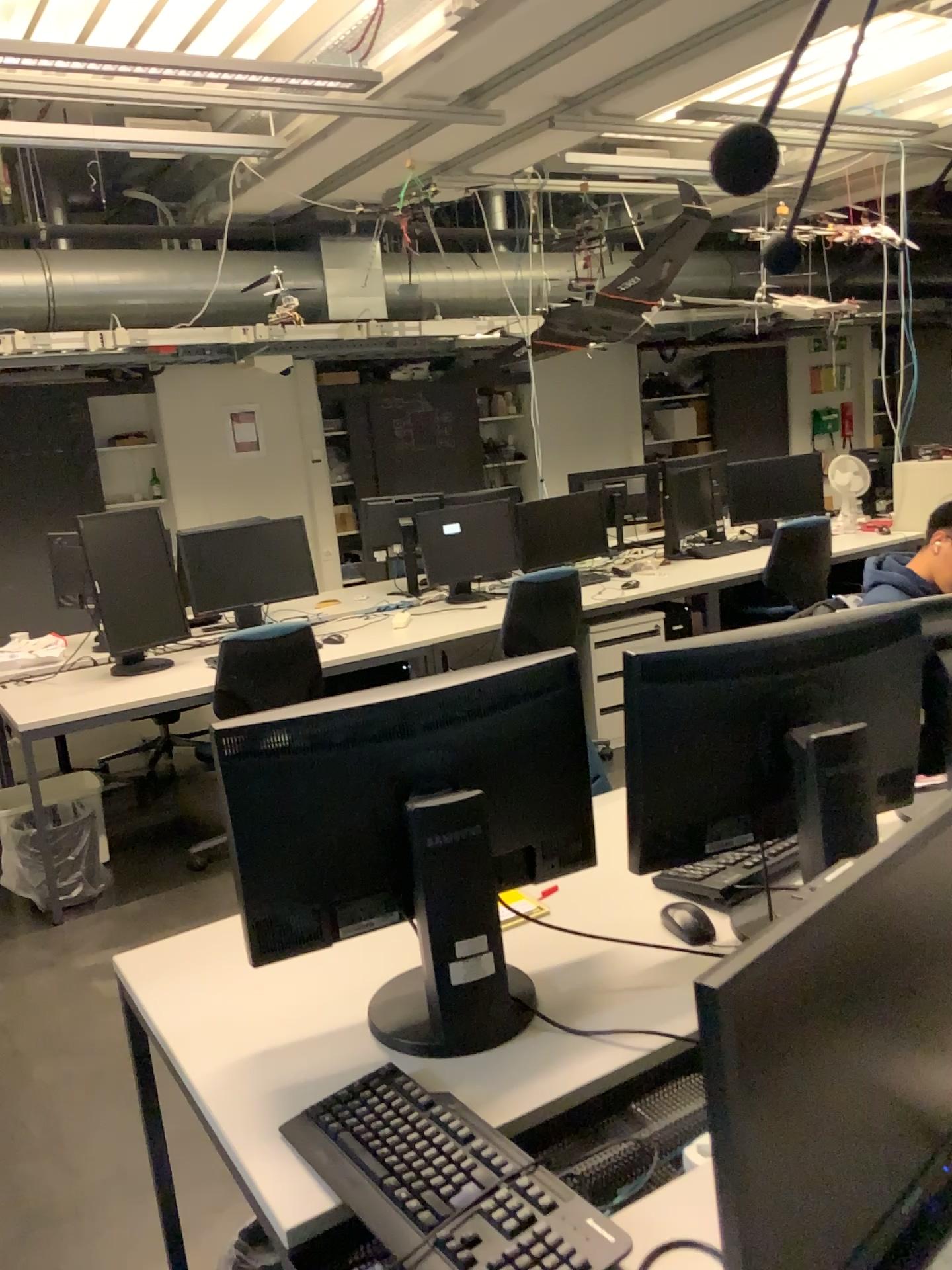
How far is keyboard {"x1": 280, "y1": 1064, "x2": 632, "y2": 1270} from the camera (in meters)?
1.06

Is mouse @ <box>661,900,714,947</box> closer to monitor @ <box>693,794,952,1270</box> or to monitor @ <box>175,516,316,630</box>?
monitor @ <box>693,794,952,1270</box>

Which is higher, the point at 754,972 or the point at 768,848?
the point at 754,972

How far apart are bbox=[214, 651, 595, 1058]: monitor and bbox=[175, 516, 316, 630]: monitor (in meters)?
3.12

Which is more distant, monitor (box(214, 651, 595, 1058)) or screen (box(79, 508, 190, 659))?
screen (box(79, 508, 190, 659))

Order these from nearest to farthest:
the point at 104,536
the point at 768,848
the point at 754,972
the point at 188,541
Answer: the point at 754,972
the point at 768,848
the point at 104,536
the point at 188,541

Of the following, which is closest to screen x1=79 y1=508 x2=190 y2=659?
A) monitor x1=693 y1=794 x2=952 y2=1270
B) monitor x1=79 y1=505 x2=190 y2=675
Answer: monitor x1=79 y1=505 x2=190 y2=675

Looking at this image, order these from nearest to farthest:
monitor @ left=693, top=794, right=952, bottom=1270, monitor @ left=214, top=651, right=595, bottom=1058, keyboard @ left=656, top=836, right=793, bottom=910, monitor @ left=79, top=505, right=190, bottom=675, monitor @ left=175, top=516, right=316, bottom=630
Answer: monitor @ left=693, top=794, right=952, bottom=1270 < monitor @ left=214, top=651, right=595, bottom=1058 < keyboard @ left=656, top=836, right=793, bottom=910 < monitor @ left=79, top=505, right=190, bottom=675 < monitor @ left=175, top=516, right=316, bottom=630

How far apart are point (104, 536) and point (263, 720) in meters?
3.0 m

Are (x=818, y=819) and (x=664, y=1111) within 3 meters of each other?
yes
